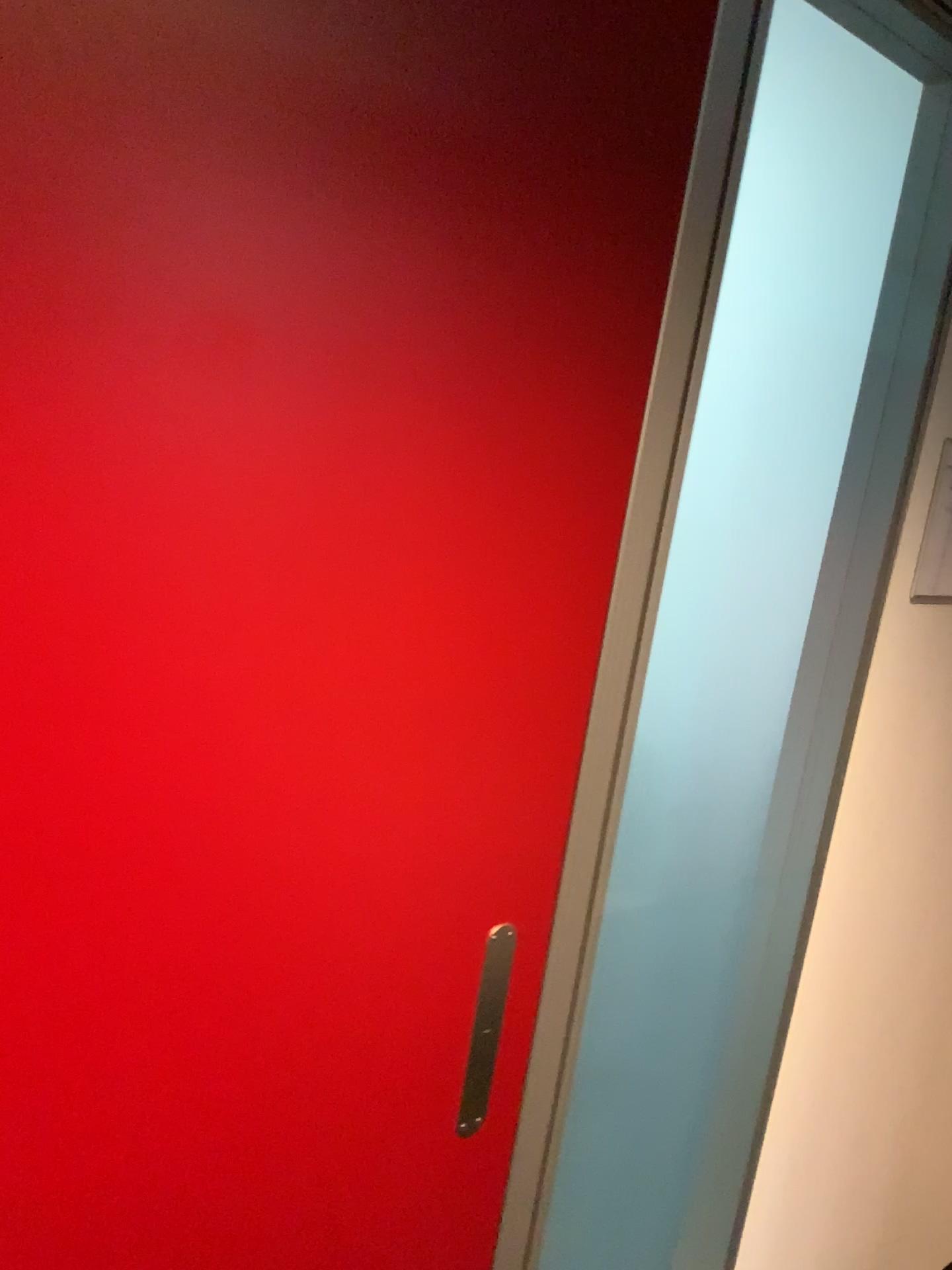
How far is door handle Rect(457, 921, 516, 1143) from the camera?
1.1 meters

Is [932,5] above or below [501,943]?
A: above

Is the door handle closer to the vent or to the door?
the door

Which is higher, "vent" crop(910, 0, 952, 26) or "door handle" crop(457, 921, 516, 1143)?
"vent" crop(910, 0, 952, 26)

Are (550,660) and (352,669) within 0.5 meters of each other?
yes

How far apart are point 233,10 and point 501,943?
0.84m

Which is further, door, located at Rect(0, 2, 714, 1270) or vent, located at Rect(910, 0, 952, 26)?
vent, located at Rect(910, 0, 952, 26)

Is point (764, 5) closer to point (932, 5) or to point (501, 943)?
point (932, 5)

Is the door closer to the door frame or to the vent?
the door frame

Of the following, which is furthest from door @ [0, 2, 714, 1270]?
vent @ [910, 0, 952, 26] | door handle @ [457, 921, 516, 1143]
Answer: vent @ [910, 0, 952, 26]
